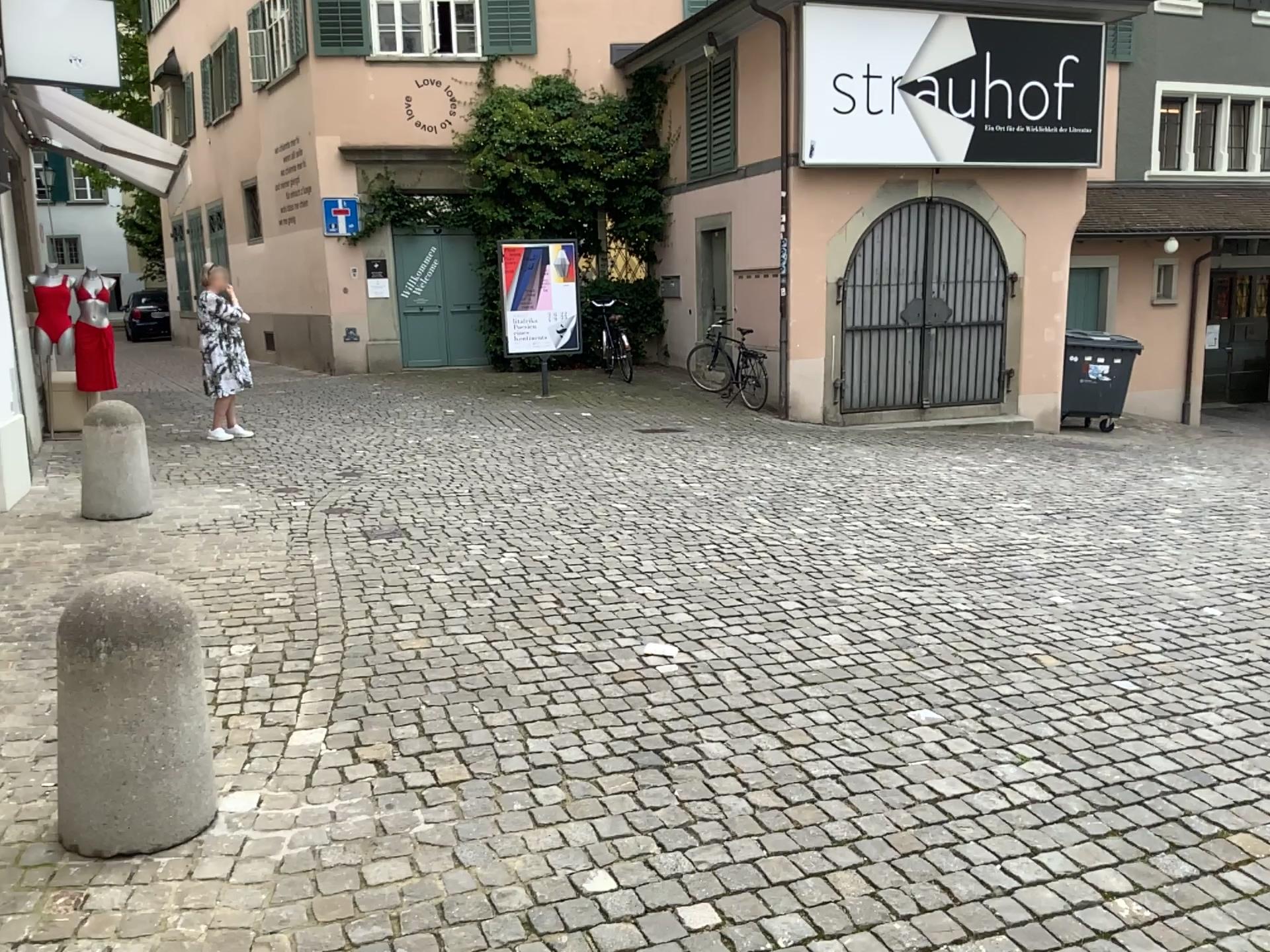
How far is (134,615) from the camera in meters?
2.7

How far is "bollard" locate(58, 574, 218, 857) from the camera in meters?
2.7

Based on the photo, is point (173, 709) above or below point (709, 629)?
above
